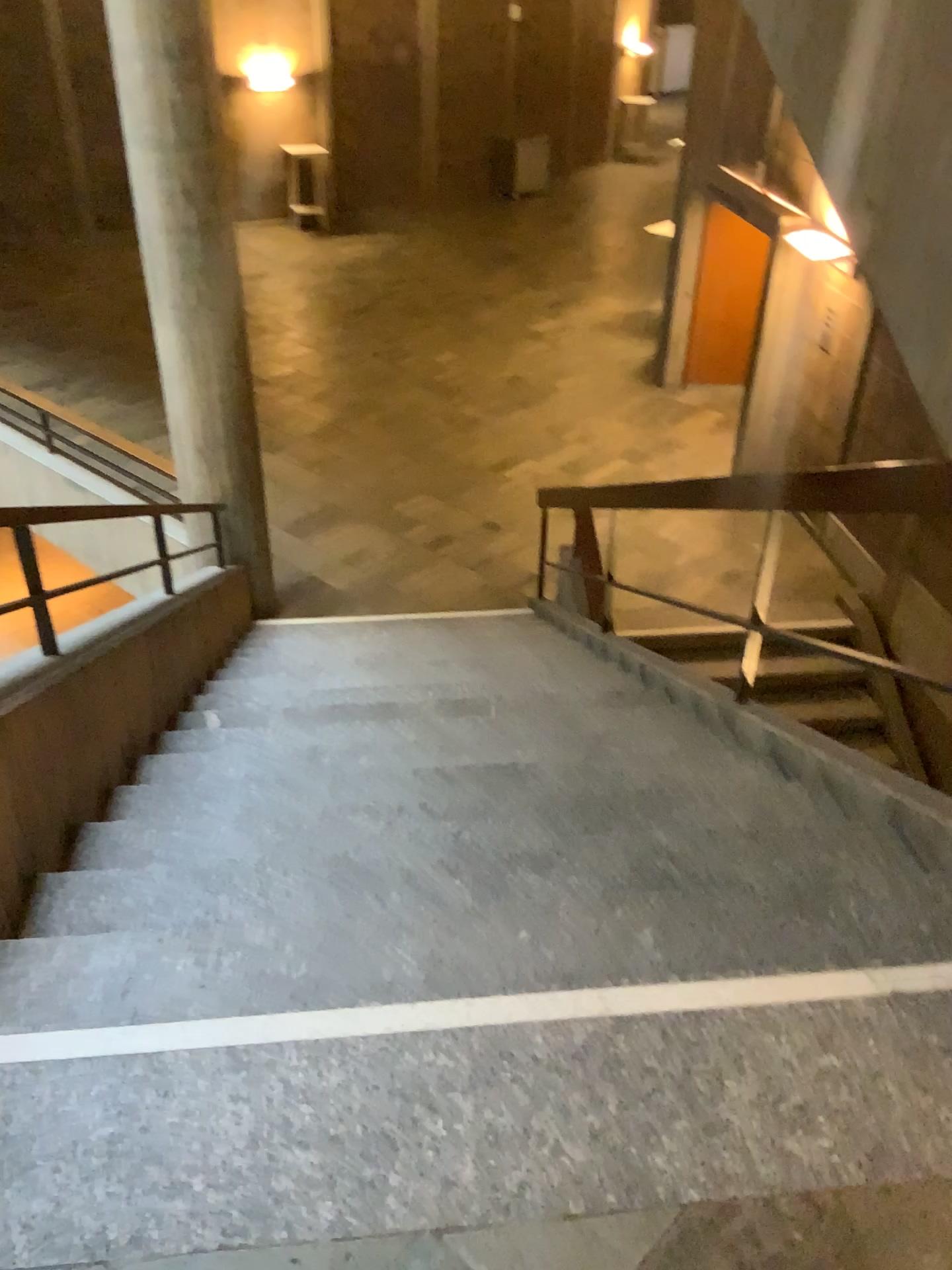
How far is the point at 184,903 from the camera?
2.1 meters
